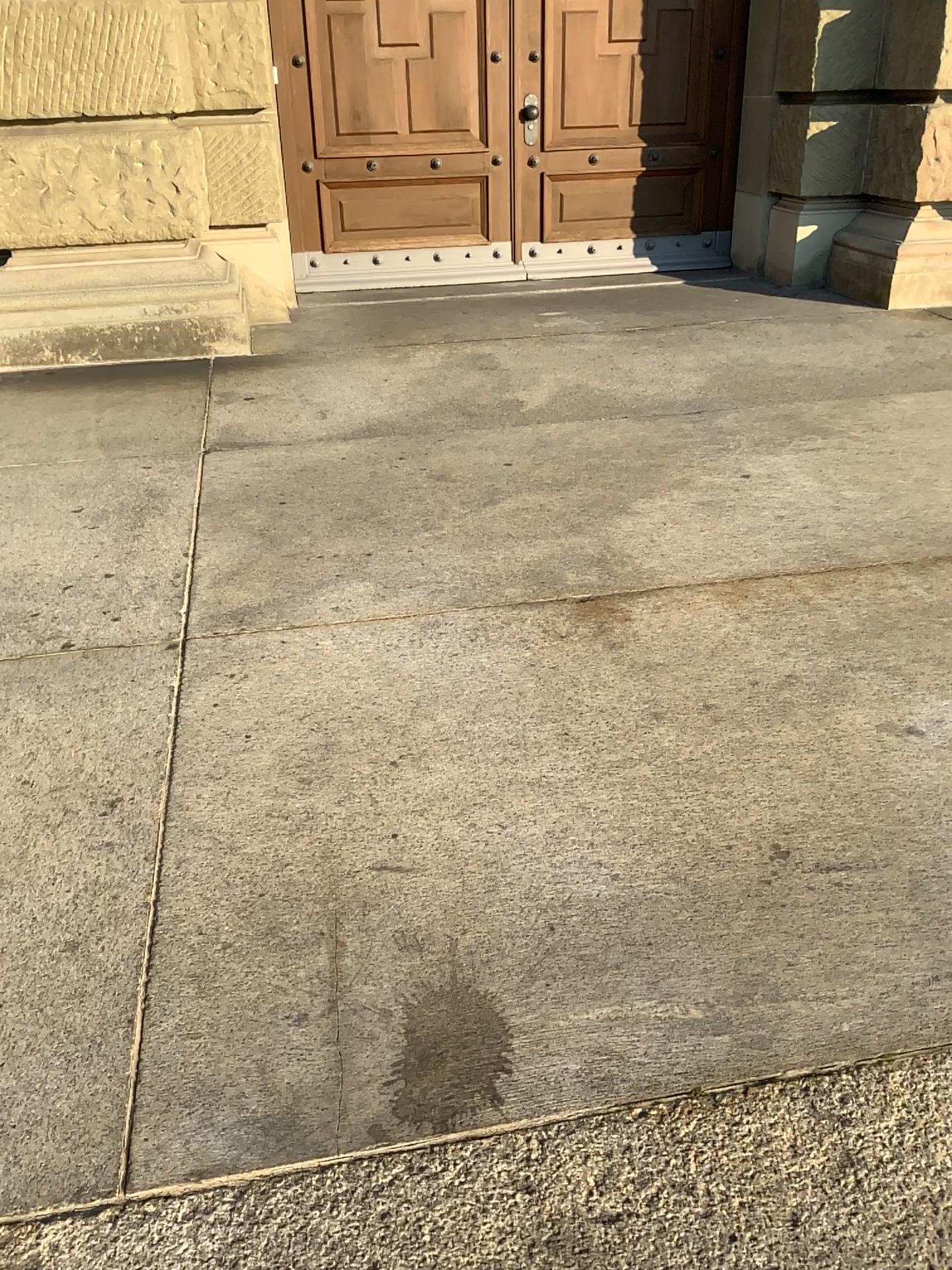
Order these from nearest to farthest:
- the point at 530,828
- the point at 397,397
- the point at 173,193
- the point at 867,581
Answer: the point at 530,828 → the point at 867,581 → the point at 397,397 → the point at 173,193
